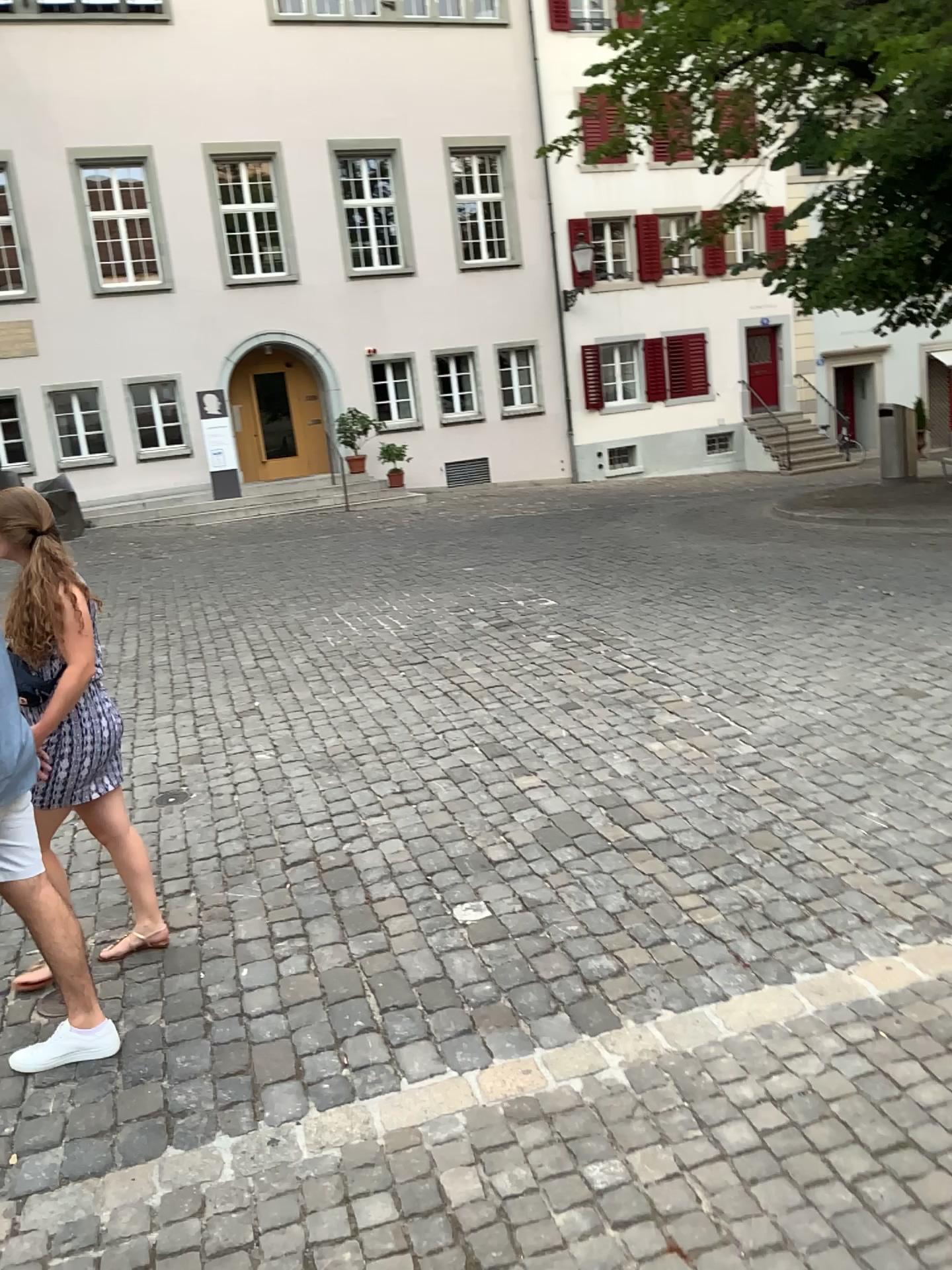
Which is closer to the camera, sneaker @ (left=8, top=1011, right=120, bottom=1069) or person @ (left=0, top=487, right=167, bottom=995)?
sneaker @ (left=8, top=1011, right=120, bottom=1069)

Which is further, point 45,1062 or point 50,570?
point 50,570

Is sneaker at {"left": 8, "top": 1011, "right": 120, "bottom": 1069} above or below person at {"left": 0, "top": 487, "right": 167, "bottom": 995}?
below

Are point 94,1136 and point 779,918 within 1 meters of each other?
no

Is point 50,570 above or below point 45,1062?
above
